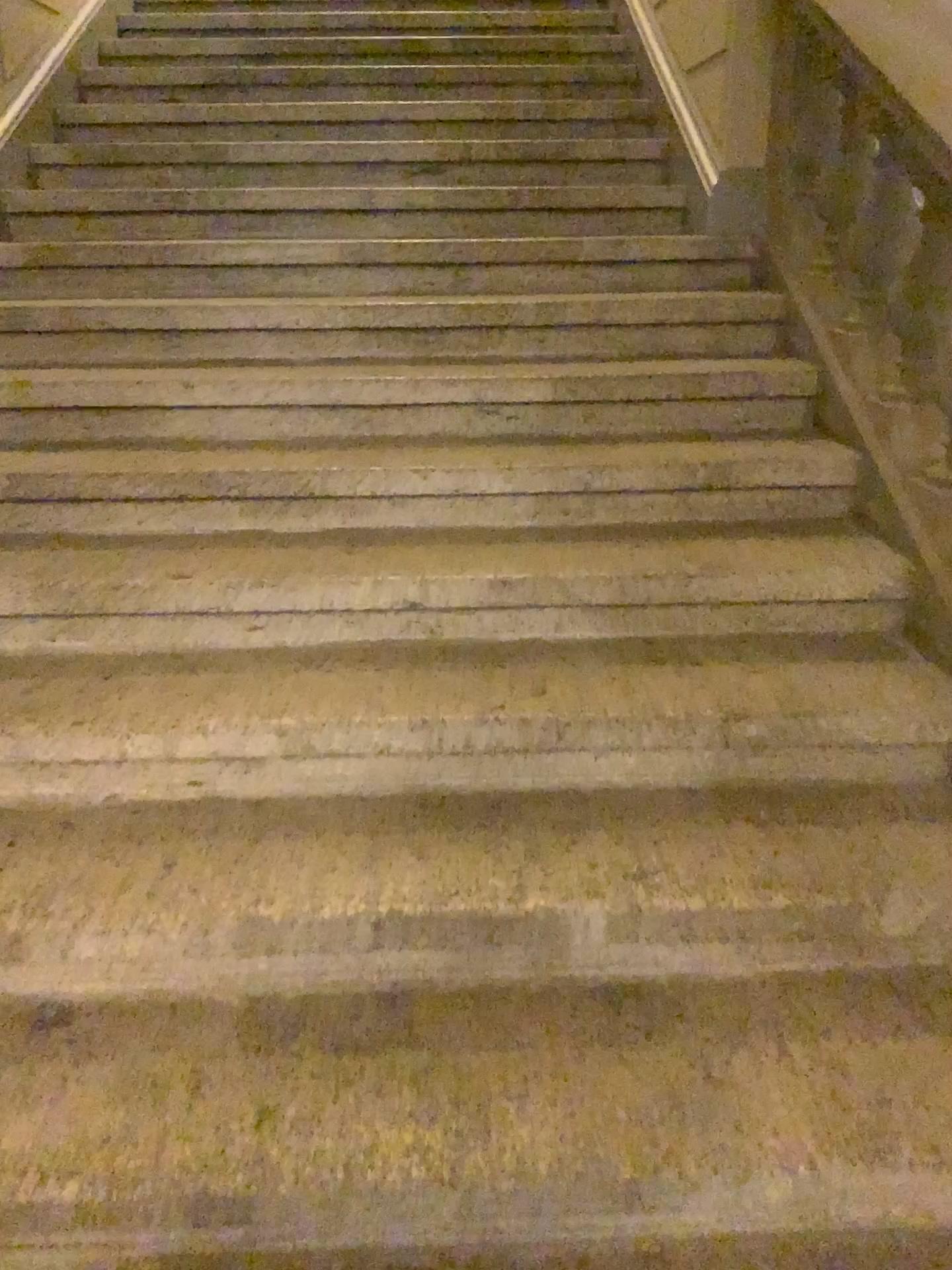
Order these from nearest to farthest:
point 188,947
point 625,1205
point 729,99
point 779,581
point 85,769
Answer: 1. point 625,1205
2. point 188,947
3. point 85,769
4. point 779,581
5. point 729,99
